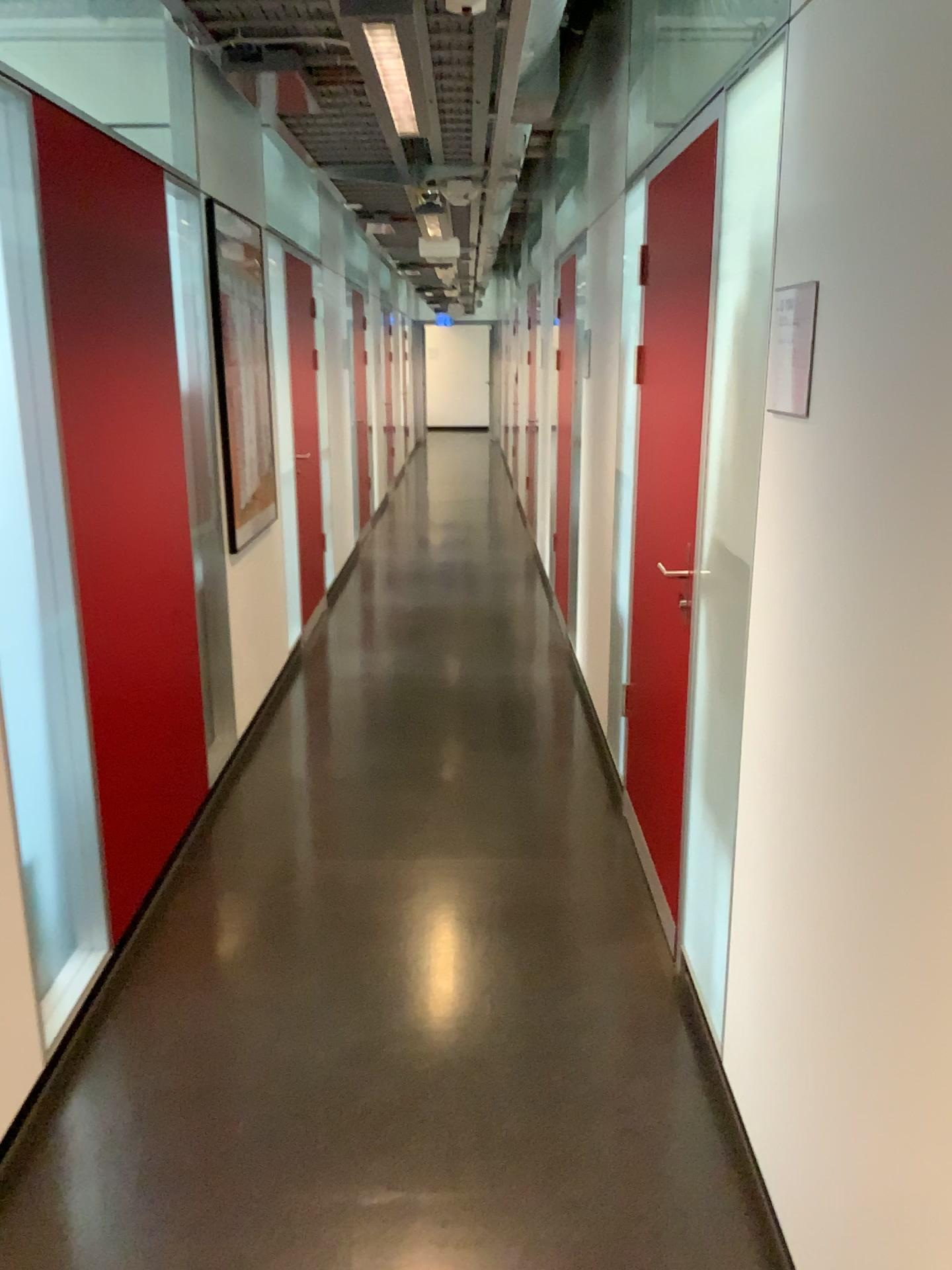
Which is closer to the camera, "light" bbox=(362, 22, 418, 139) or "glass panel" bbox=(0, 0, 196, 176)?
"light" bbox=(362, 22, 418, 139)

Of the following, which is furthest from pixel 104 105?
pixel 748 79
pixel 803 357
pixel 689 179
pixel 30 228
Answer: pixel 803 357

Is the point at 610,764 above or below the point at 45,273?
below

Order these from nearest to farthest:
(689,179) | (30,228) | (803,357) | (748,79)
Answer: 1. (803,357)
2. (748,79)
3. (30,228)
4. (689,179)

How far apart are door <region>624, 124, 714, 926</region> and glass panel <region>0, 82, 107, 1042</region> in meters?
1.6 m

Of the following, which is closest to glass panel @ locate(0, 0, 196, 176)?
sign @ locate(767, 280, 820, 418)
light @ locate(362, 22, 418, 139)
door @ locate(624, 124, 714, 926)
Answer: light @ locate(362, 22, 418, 139)

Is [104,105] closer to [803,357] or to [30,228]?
[30,228]

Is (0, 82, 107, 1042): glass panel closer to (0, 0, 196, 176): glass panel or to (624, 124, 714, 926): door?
(0, 0, 196, 176): glass panel

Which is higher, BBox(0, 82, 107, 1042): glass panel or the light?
the light

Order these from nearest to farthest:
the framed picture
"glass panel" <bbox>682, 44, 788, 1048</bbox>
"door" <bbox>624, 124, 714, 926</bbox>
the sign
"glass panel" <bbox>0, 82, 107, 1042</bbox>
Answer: the sign < "glass panel" <bbox>682, 44, 788, 1048</bbox> < "glass panel" <bbox>0, 82, 107, 1042</bbox> < "door" <bbox>624, 124, 714, 926</bbox> < the framed picture
